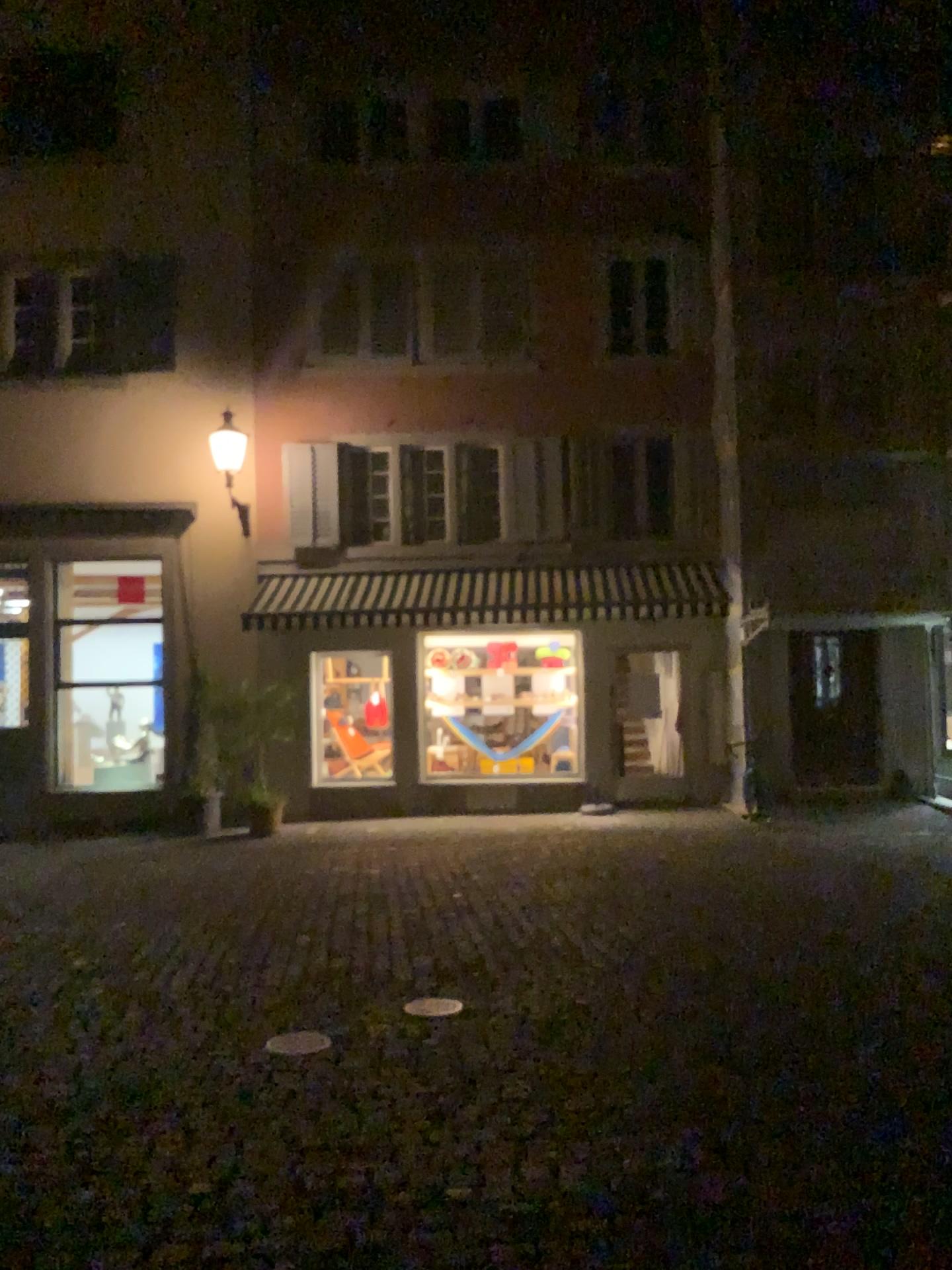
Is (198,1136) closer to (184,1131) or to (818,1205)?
(184,1131)
